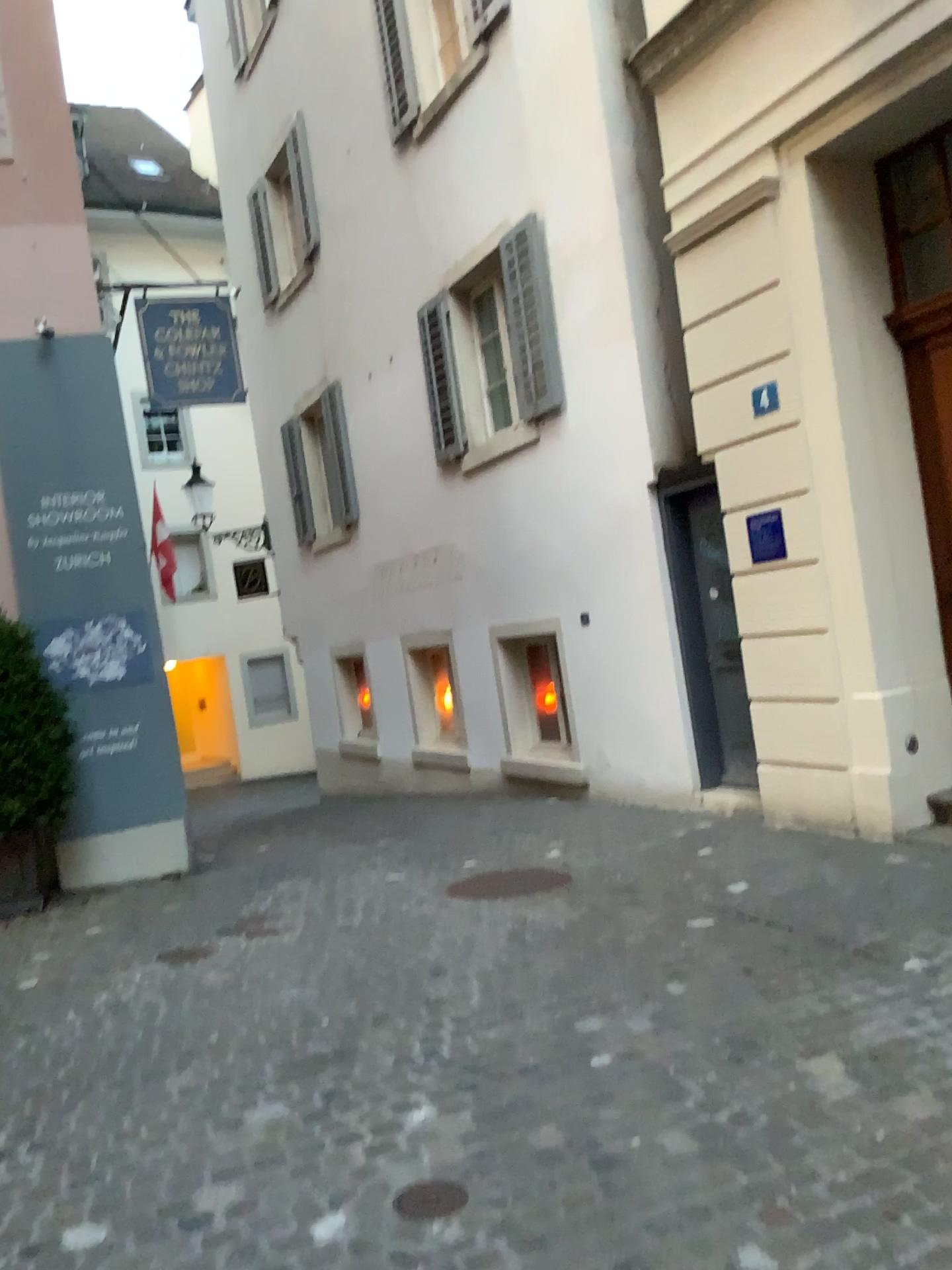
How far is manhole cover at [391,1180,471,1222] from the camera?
2.6 meters

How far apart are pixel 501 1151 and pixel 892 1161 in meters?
1.0 m

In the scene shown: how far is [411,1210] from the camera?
2.6m
